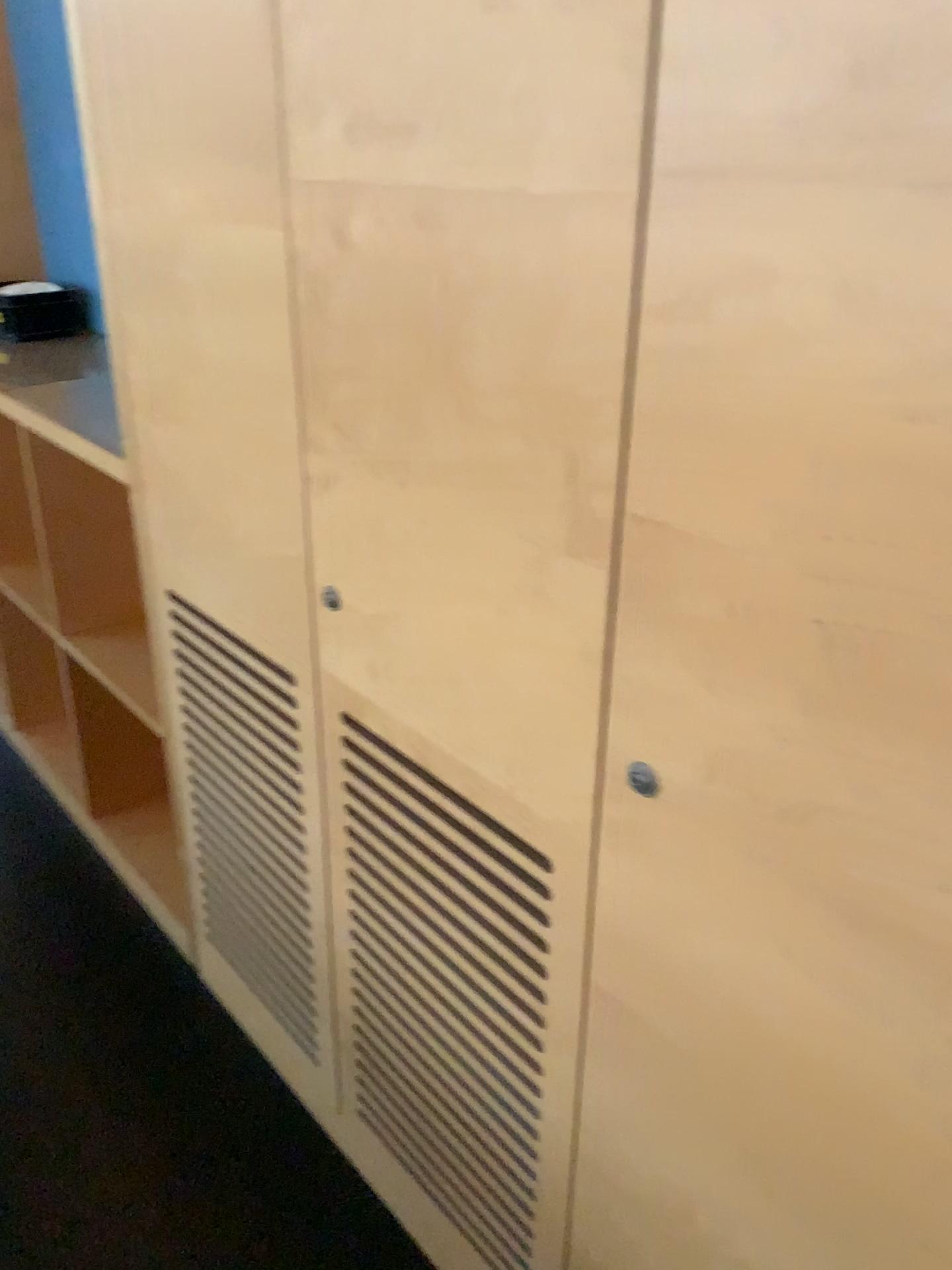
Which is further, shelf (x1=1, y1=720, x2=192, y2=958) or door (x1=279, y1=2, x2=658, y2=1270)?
shelf (x1=1, y1=720, x2=192, y2=958)

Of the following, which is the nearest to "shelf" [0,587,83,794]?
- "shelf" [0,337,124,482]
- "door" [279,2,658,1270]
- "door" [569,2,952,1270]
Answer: "shelf" [0,337,124,482]

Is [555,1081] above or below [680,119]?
below

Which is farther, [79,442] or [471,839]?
[79,442]

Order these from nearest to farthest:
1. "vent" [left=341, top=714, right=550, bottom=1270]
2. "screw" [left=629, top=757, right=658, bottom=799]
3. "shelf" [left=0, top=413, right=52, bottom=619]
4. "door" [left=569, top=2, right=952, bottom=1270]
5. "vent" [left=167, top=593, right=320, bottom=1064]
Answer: "door" [left=569, top=2, right=952, bottom=1270]
"screw" [left=629, top=757, right=658, bottom=799]
"vent" [left=341, top=714, right=550, bottom=1270]
"vent" [left=167, top=593, right=320, bottom=1064]
"shelf" [left=0, top=413, right=52, bottom=619]

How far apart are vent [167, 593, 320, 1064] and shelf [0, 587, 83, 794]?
0.8 meters

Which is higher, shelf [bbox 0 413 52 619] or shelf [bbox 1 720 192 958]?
shelf [bbox 0 413 52 619]

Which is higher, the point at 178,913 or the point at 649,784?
the point at 649,784

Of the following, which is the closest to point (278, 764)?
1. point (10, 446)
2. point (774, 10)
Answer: point (774, 10)

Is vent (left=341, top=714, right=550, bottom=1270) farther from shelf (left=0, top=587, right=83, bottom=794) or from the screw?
shelf (left=0, top=587, right=83, bottom=794)
